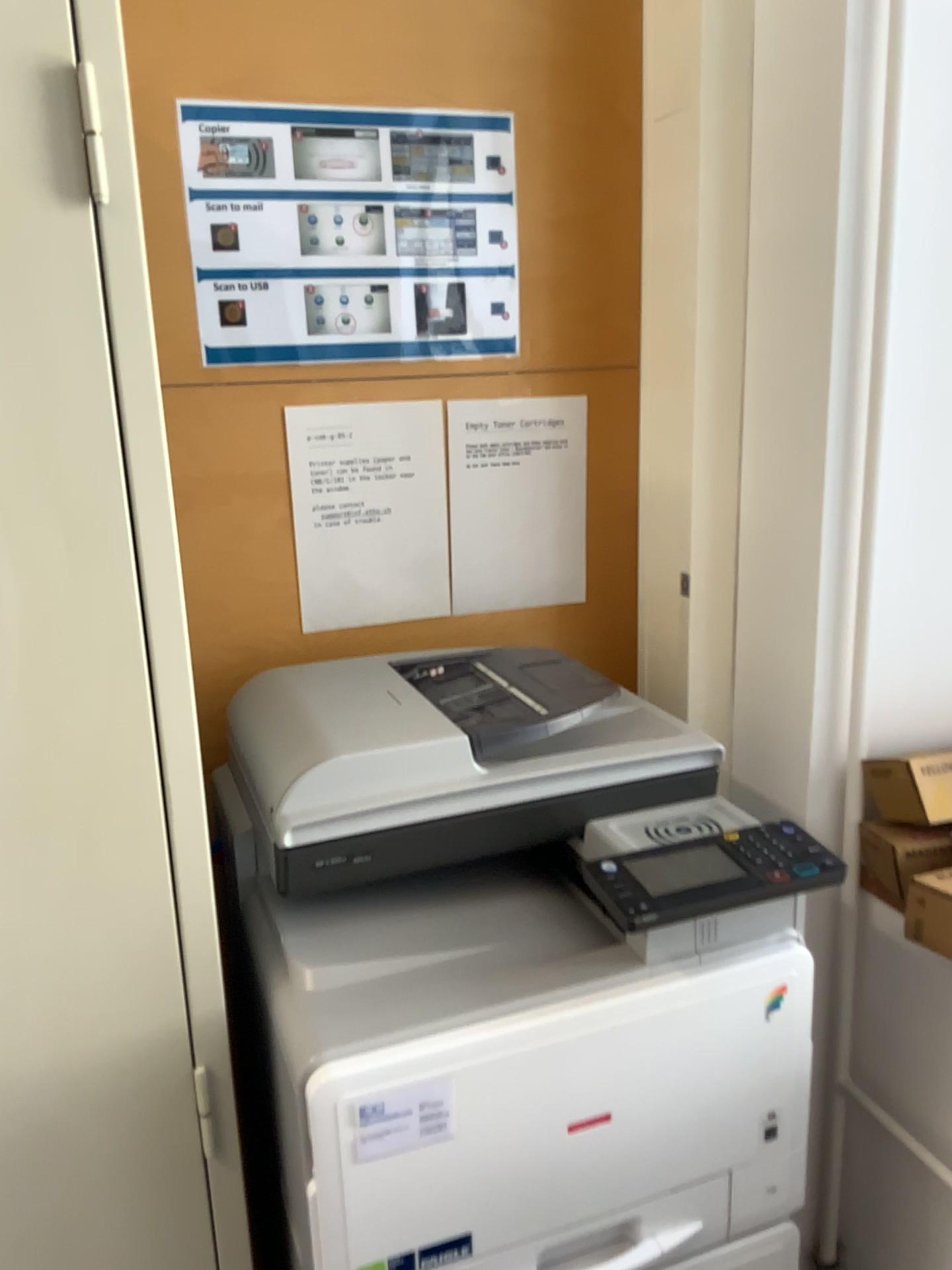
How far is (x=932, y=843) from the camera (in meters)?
1.12

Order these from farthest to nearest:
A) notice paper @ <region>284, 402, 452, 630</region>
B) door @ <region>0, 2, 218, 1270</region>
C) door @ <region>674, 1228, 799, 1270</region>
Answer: notice paper @ <region>284, 402, 452, 630</region>, door @ <region>674, 1228, 799, 1270</region>, door @ <region>0, 2, 218, 1270</region>

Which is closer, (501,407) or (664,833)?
(664,833)

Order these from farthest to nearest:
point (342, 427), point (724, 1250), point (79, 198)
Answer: point (342, 427) → point (724, 1250) → point (79, 198)

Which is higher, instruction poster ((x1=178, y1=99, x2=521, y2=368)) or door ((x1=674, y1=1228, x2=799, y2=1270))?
instruction poster ((x1=178, y1=99, x2=521, y2=368))

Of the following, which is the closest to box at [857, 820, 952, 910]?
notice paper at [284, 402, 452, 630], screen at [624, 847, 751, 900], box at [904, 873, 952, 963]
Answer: box at [904, 873, 952, 963]

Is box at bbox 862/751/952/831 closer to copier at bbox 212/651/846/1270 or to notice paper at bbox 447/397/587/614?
copier at bbox 212/651/846/1270

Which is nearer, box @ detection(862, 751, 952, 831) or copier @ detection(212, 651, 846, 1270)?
copier @ detection(212, 651, 846, 1270)

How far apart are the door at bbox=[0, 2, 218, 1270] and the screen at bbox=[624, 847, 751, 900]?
0.4 meters

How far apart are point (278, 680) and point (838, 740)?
0.7 meters
